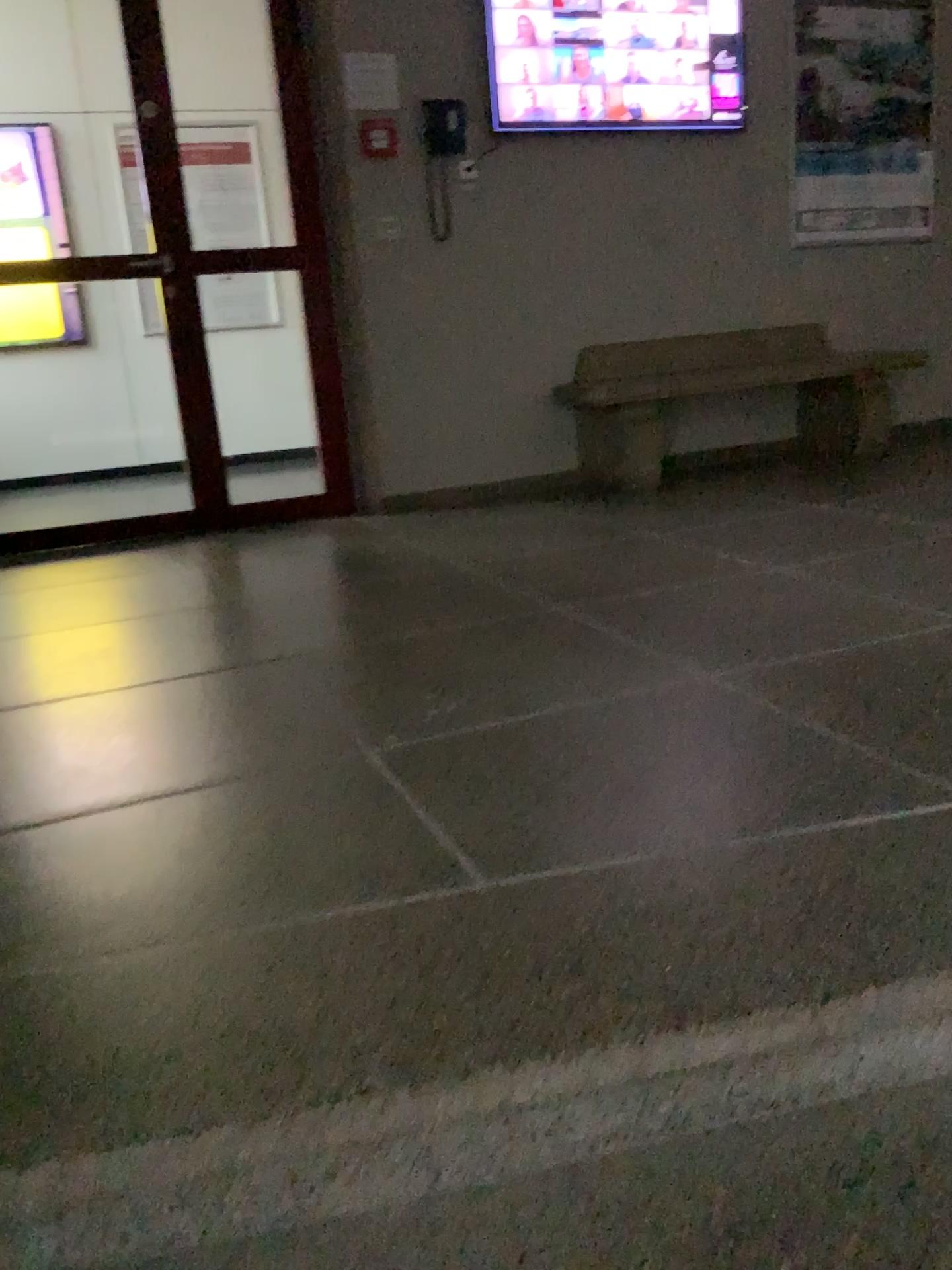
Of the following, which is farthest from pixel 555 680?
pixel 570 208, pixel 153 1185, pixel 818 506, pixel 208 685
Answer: pixel 570 208

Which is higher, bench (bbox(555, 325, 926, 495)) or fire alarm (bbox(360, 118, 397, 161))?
fire alarm (bbox(360, 118, 397, 161))

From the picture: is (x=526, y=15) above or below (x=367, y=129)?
above

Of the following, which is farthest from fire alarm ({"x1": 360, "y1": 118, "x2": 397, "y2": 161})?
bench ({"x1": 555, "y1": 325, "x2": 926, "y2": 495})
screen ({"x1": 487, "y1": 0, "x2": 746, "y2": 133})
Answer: bench ({"x1": 555, "y1": 325, "x2": 926, "y2": 495})

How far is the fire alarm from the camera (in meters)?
4.26

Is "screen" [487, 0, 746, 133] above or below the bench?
above

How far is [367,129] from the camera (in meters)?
4.26

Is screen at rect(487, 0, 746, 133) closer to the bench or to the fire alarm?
the fire alarm

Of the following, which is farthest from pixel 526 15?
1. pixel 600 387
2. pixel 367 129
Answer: pixel 600 387
